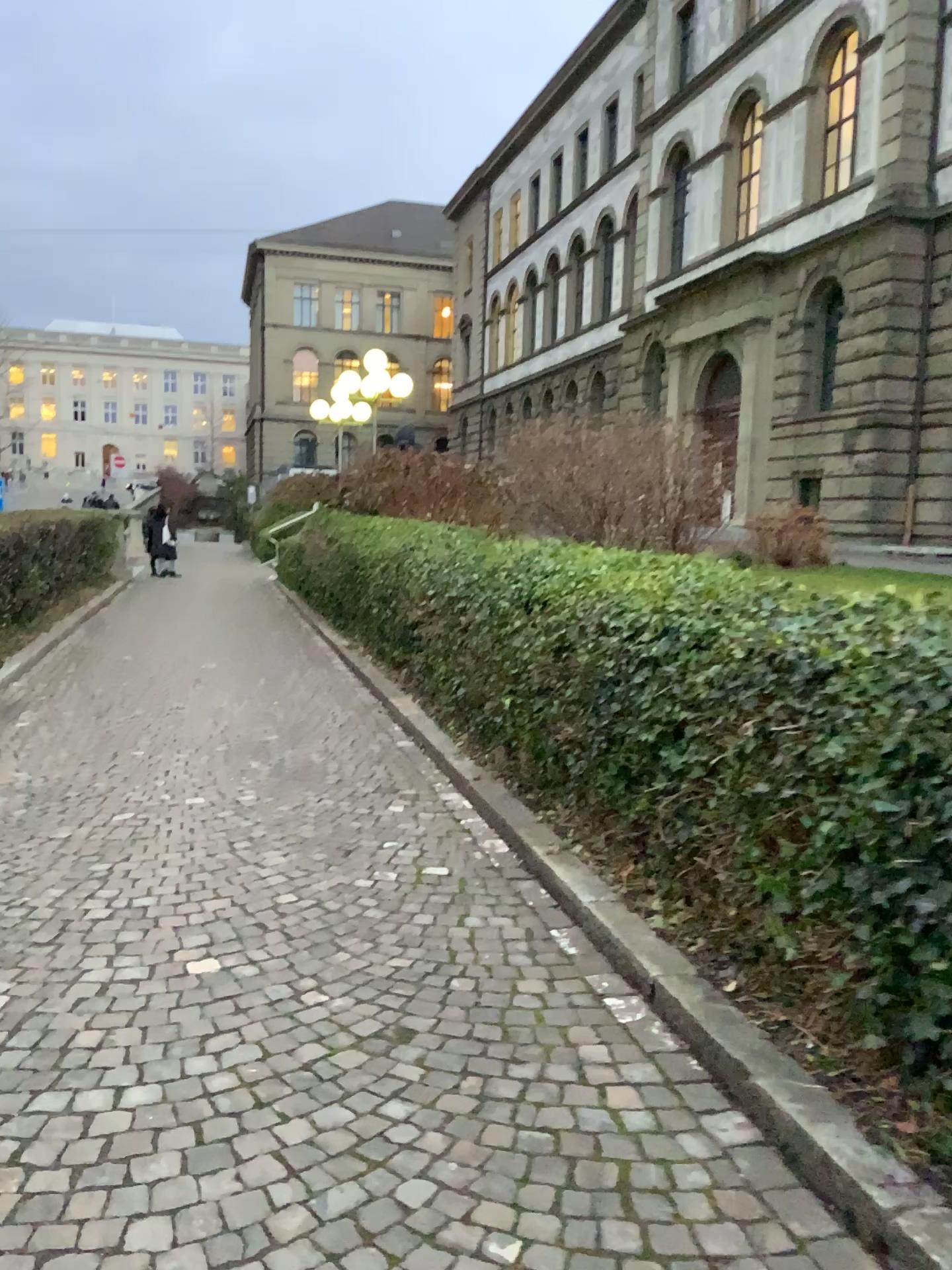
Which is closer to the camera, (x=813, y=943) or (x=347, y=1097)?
(x=347, y=1097)
